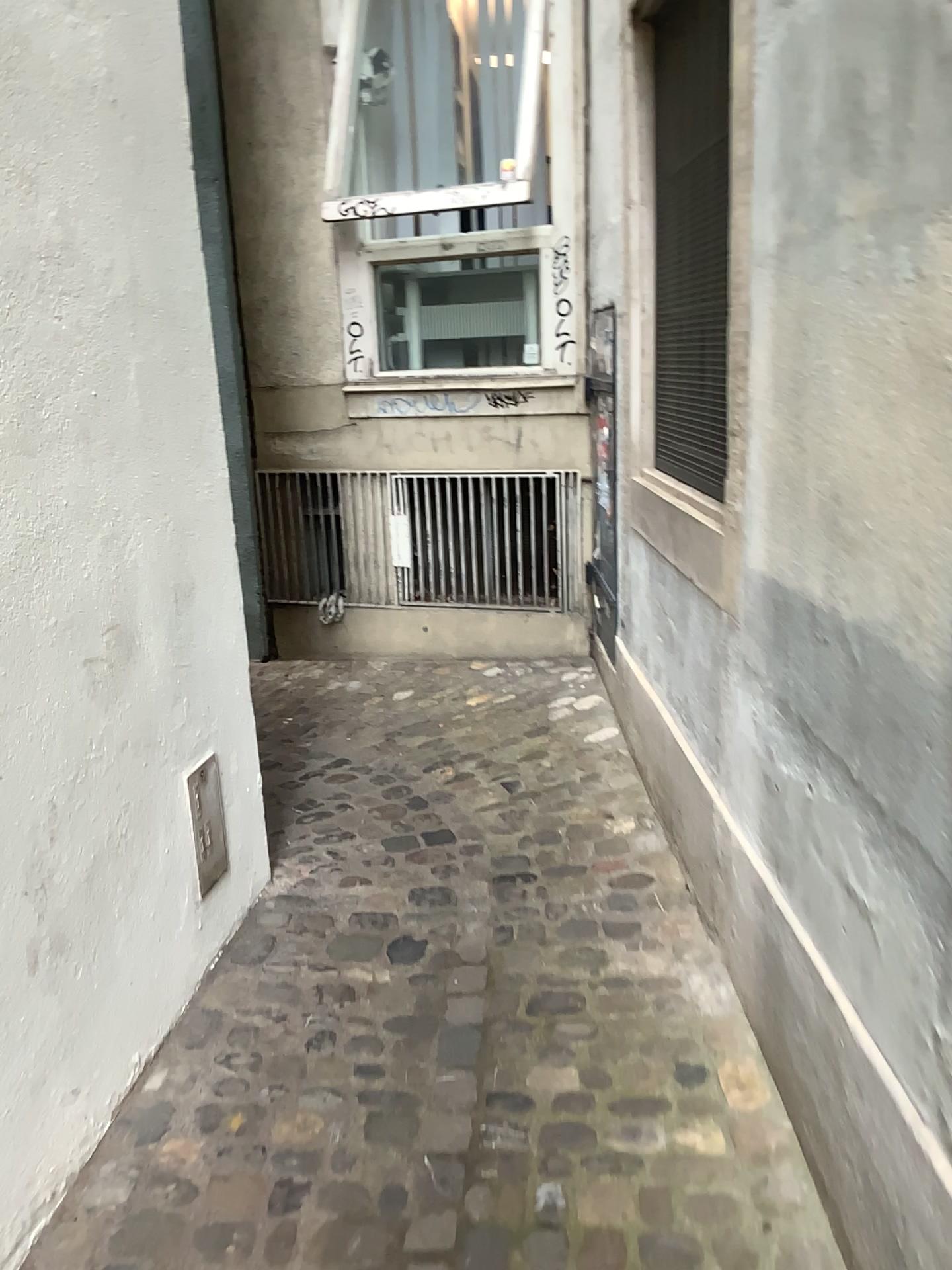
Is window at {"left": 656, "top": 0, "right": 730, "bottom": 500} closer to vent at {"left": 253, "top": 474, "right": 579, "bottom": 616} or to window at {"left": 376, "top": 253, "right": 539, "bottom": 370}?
vent at {"left": 253, "top": 474, "right": 579, "bottom": 616}

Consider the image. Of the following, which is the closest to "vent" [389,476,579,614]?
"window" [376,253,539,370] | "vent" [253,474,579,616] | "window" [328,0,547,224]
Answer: "vent" [253,474,579,616]

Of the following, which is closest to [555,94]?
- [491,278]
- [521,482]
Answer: [491,278]

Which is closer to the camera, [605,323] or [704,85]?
[704,85]

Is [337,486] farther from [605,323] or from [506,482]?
[605,323]

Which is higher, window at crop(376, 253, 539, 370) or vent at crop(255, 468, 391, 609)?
window at crop(376, 253, 539, 370)

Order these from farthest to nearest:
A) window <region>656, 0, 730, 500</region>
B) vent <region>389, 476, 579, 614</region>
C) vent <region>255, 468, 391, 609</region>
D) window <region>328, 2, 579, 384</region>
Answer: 1. vent <region>255, 468, 391, 609</region>
2. vent <region>389, 476, 579, 614</region>
3. window <region>328, 2, 579, 384</region>
4. window <region>656, 0, 730, 500</region>

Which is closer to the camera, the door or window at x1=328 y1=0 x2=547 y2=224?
the door

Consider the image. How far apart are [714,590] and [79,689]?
1.3 meters

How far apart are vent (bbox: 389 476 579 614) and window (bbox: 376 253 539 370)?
0.58m
